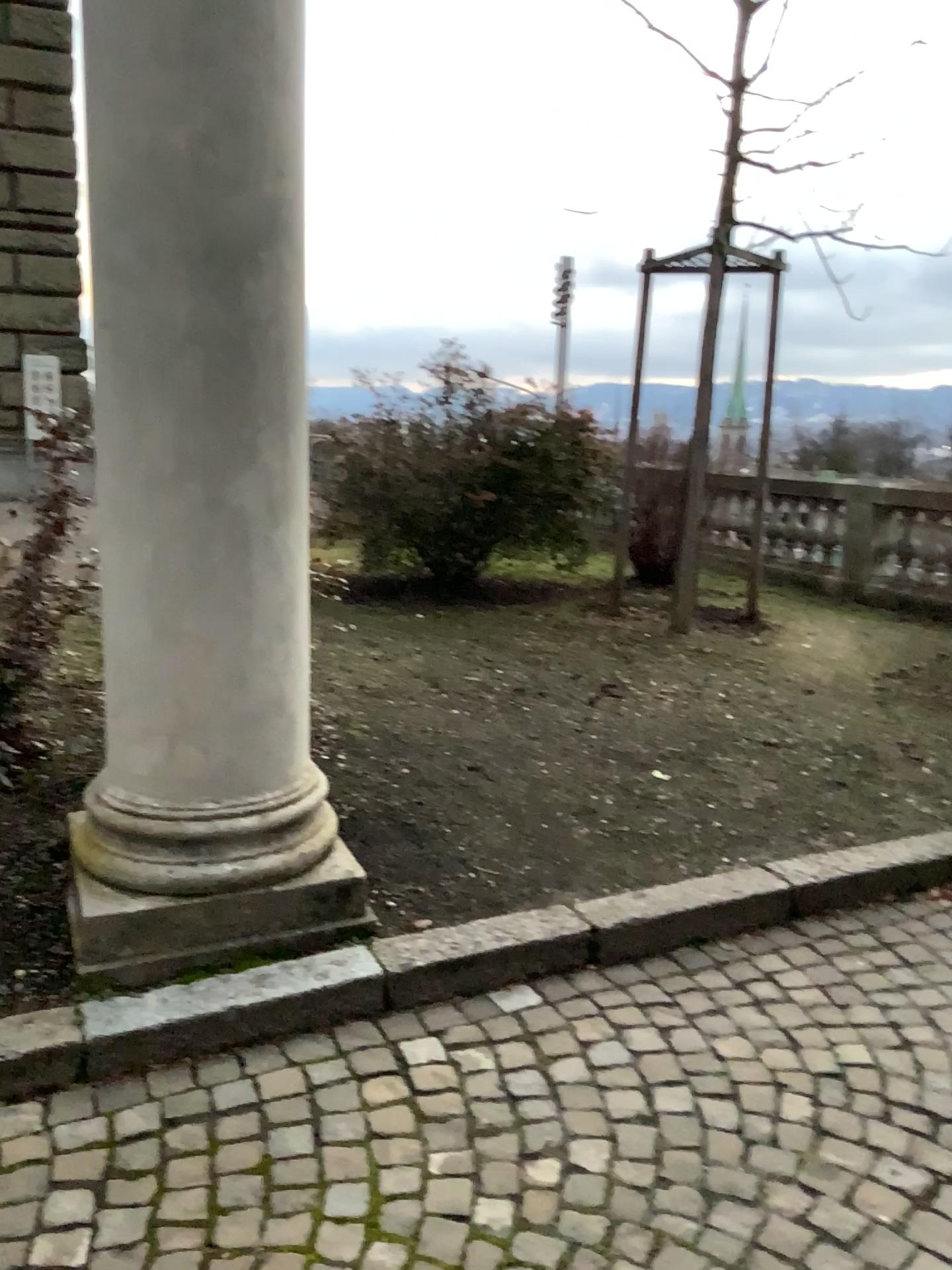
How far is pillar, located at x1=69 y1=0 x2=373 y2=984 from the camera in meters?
2.4

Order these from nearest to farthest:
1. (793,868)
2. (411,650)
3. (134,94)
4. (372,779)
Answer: (134,94) < (793,868) < (372,779) < (411,650)

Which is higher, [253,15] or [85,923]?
[253,15]

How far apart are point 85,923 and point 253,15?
2.15m

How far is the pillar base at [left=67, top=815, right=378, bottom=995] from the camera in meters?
2.5 m

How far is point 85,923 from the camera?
2.5 meters
